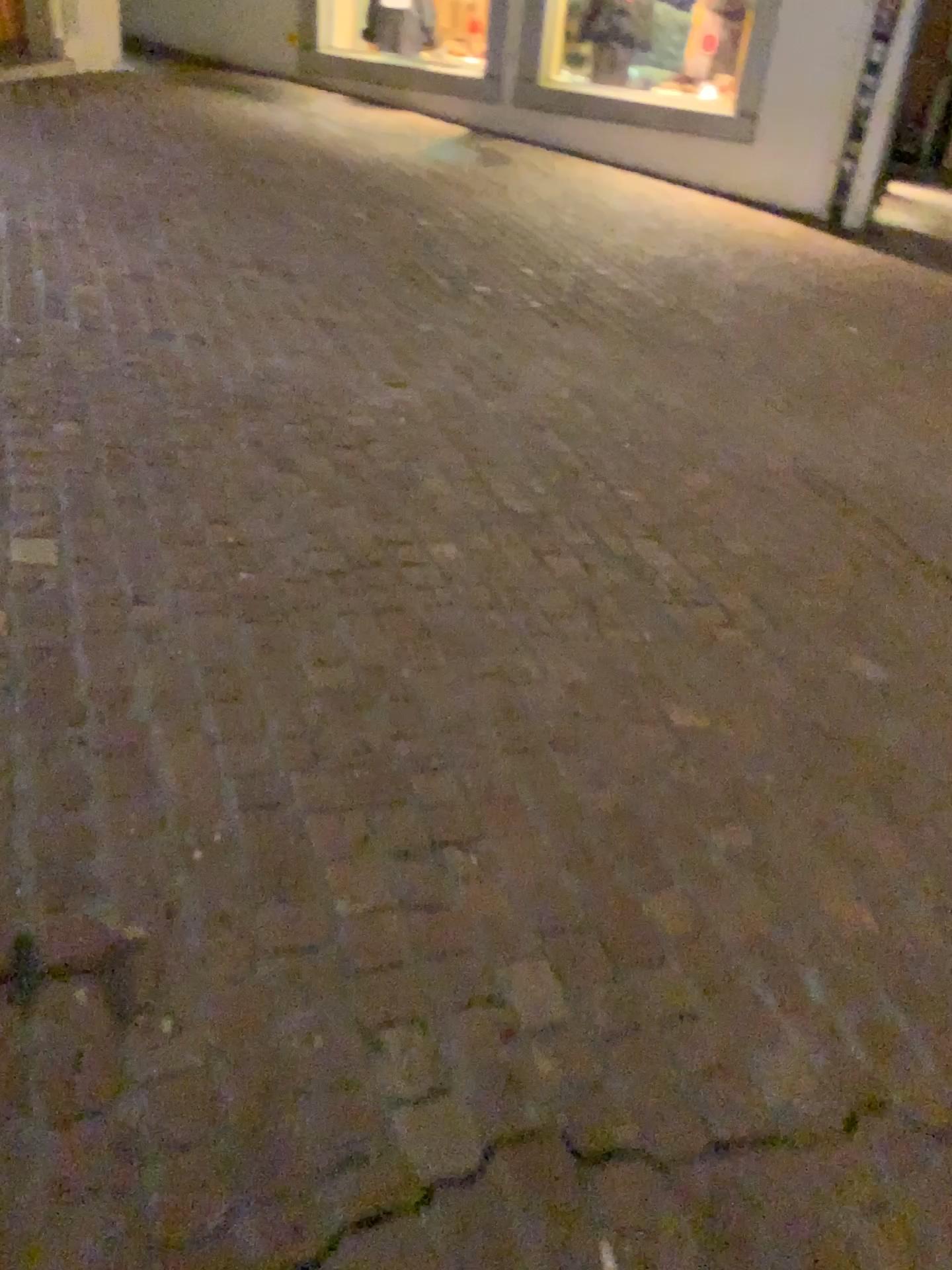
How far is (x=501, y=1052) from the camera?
1.46m
